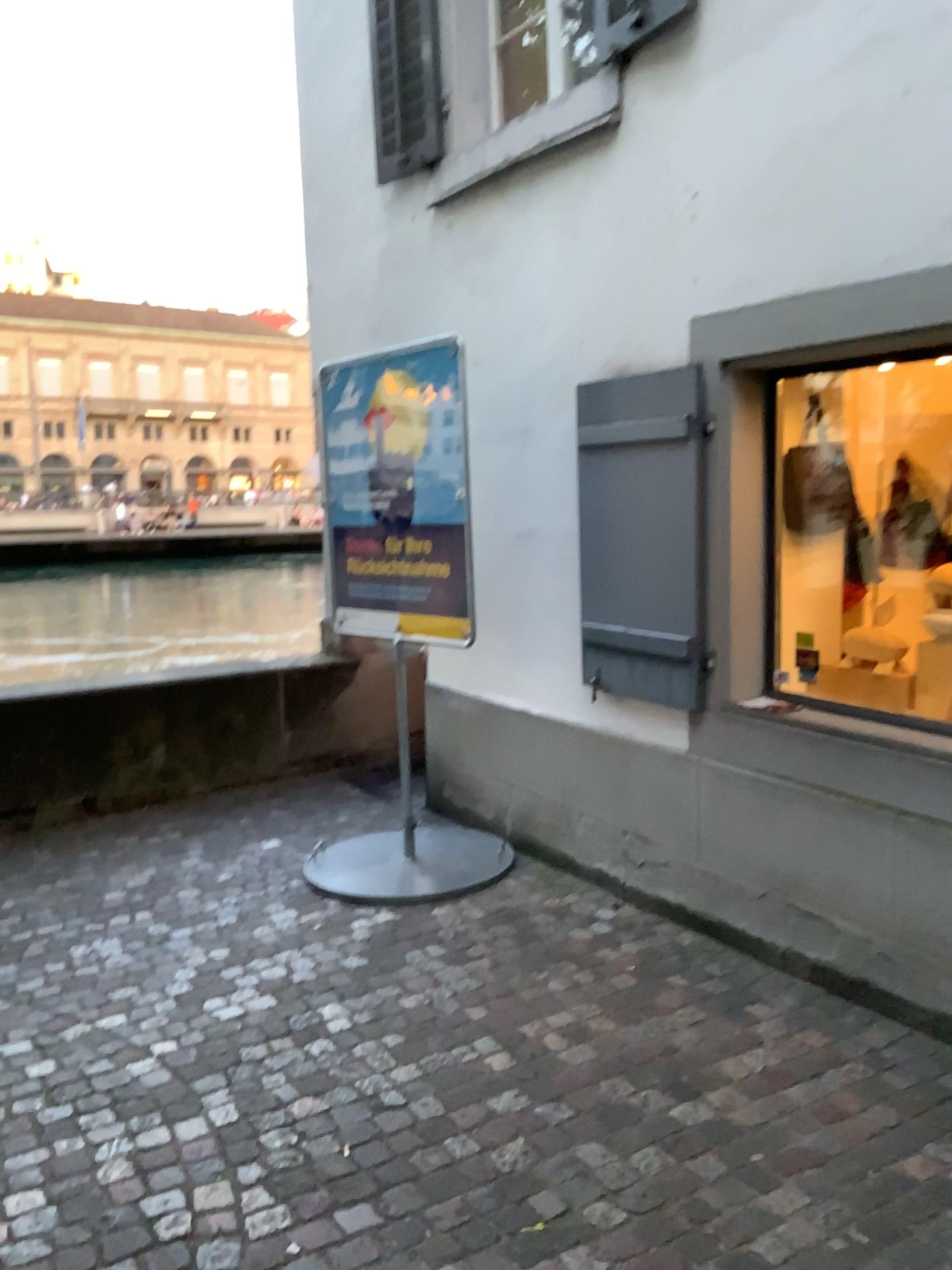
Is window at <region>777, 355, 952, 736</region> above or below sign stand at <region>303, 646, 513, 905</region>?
above

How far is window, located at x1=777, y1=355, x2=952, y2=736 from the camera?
3.8 meters

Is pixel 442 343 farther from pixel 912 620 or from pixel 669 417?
pixel 912 620

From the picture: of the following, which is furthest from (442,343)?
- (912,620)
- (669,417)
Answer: (912,620)

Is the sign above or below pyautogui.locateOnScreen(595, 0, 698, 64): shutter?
below

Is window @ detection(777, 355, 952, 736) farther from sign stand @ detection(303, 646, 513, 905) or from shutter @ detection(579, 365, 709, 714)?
sign stand @ detection(303, 646, 513, 905)

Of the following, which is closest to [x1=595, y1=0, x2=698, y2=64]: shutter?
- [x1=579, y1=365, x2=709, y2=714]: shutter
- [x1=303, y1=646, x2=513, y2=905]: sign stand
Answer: [x1=579, y1=365, x2=709, y2=714]: shutter

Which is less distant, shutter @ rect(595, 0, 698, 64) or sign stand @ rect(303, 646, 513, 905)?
shutter @ rect(595, 0, 698, 64)

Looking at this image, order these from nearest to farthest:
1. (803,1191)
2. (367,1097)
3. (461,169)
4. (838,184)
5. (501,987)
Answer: (803,1191) → (367,1097) → (838,184) → (501,987) → (461,169)

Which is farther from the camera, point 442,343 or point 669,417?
point 442,343
